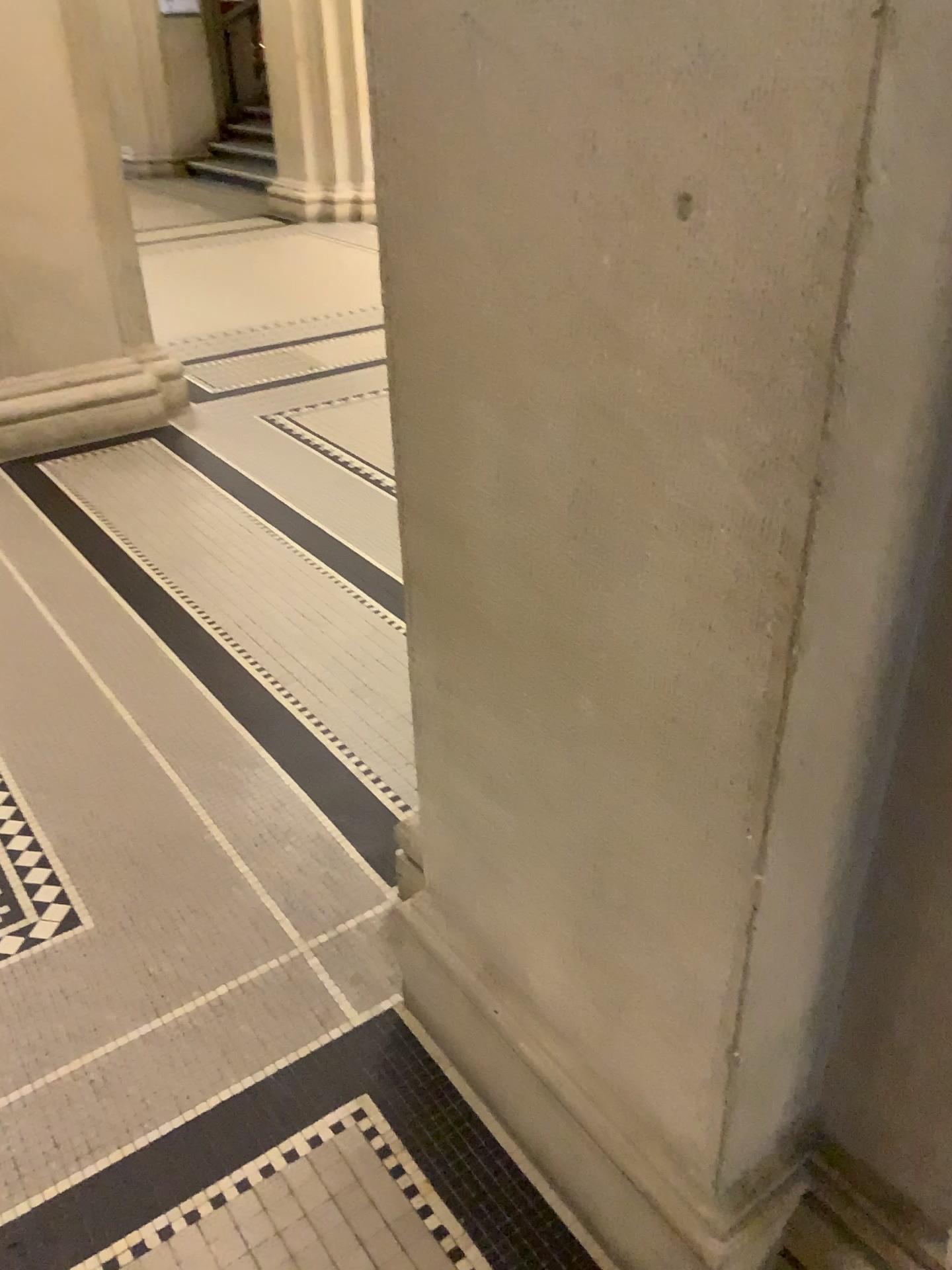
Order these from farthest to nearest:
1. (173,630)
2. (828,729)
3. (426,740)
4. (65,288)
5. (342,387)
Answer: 1. (342,387)
2. (65,288)
3. (173,630)
4. (426,740)
5. (828,729)

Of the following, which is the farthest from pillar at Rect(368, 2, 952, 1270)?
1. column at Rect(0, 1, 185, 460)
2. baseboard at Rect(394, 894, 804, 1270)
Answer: column at Rect(0, 1, 185, 460)

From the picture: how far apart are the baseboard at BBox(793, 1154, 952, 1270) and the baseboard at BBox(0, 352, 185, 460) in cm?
395

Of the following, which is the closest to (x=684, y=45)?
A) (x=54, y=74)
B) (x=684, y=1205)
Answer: (x=684, y=1205)

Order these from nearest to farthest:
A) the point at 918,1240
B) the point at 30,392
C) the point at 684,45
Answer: → 1. the point at 684,45
2. the point at 918,1240
3. the point at 30,392

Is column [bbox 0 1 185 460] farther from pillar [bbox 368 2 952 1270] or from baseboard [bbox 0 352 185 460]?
pillar [bbox 368 2 952 1270]

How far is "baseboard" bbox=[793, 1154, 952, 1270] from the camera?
1.2 meters

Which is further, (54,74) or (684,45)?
(54,74)

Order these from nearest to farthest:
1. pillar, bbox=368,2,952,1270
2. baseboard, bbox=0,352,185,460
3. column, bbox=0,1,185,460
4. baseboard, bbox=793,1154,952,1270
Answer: pillar, bbox=368,2,952,1270 < baseboard, bbox=793,1154,952,1270 < column, bbox=0,1,185,460 < baseboard, bbox=0,352,185,460

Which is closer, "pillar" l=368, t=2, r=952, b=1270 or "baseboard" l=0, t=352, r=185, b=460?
"pillar" l=368, t=2, r=952, b=1270
